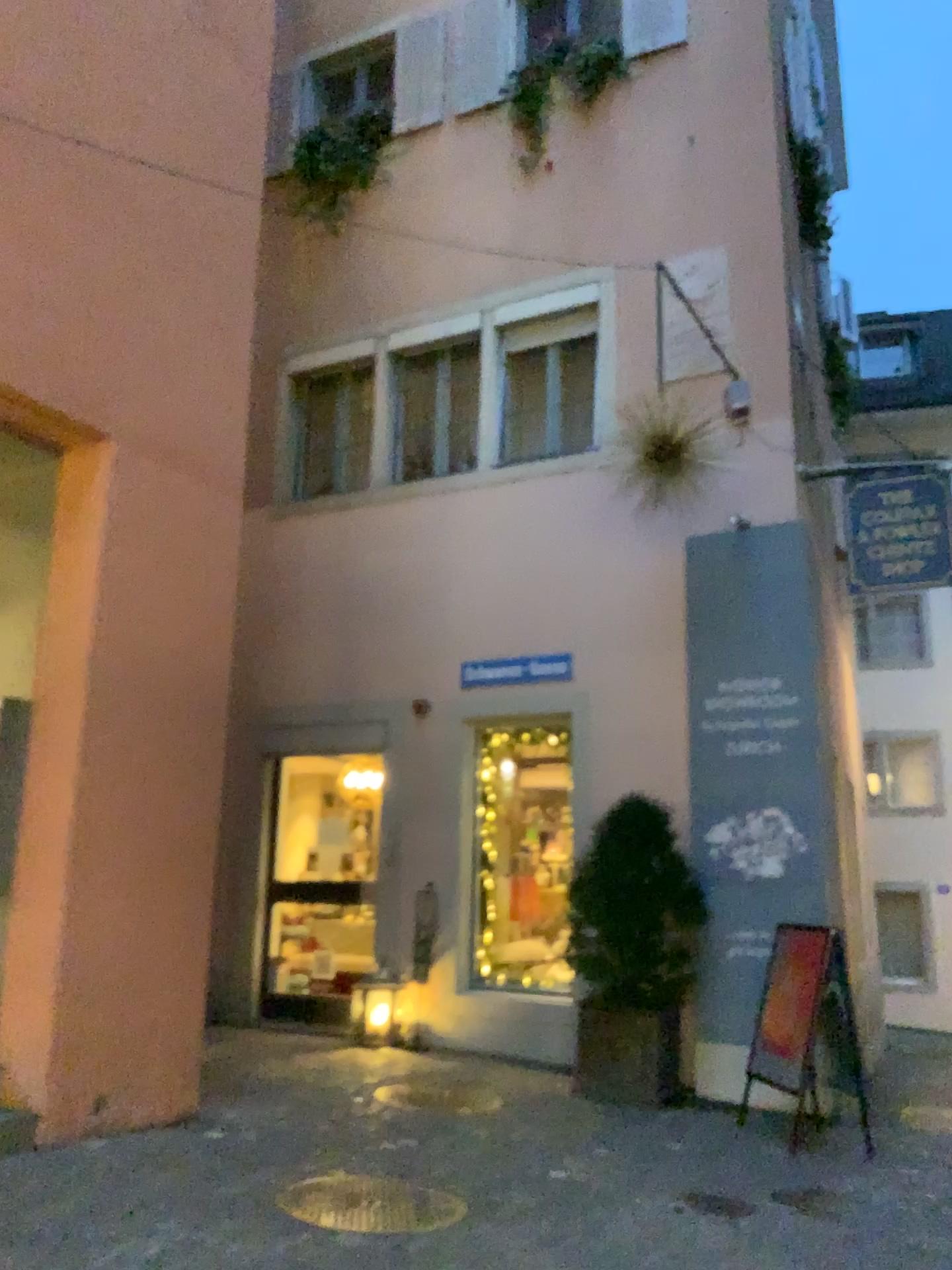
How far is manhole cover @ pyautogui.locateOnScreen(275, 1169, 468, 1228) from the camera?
3.90m

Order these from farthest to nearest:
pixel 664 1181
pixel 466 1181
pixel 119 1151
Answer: pixel 664 1181 < pixel 466 1181 < pixel 119 1151

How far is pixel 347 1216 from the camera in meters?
3.9 m
